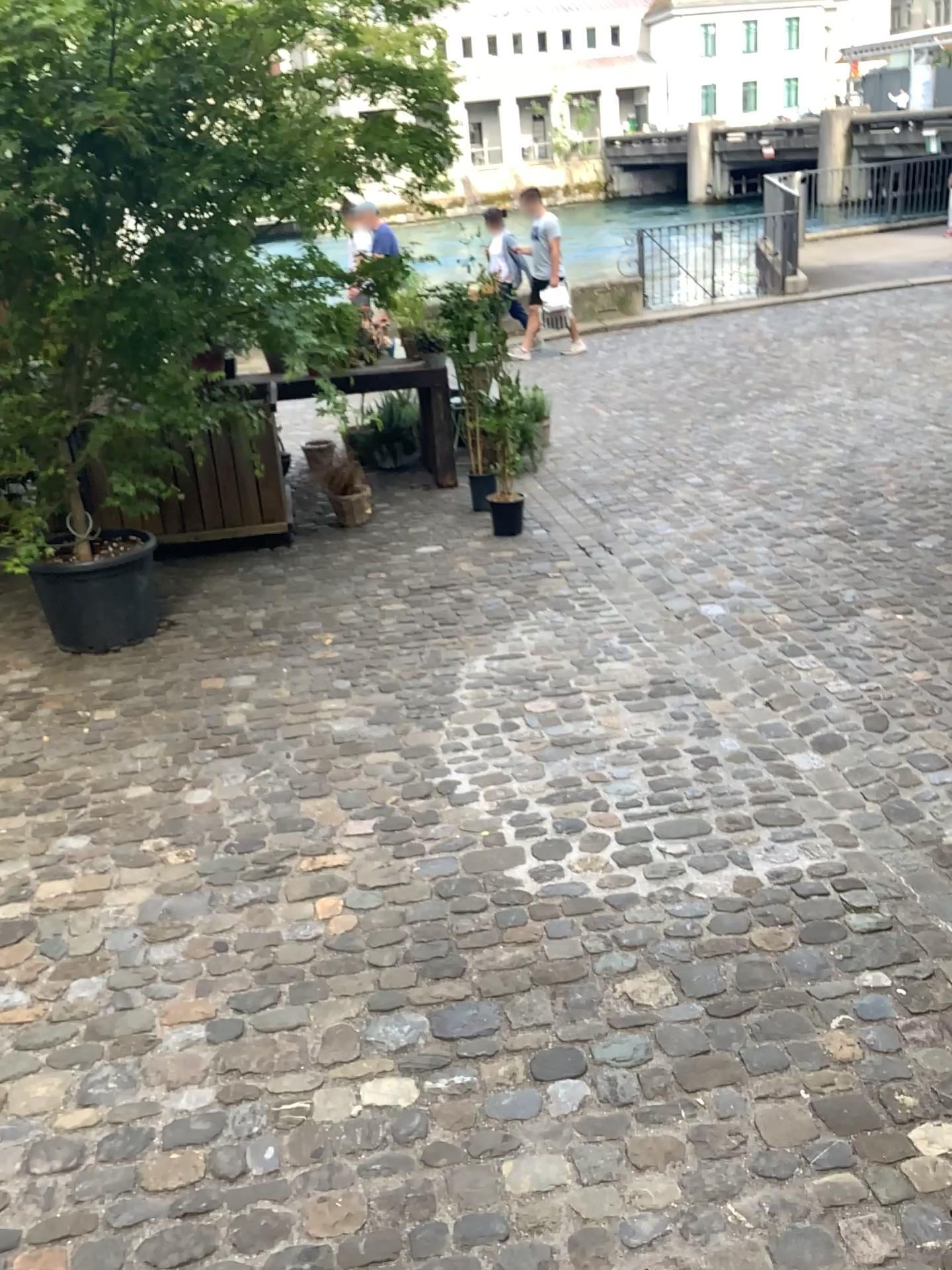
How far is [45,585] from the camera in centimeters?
432cm

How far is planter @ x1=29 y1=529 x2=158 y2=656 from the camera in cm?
432

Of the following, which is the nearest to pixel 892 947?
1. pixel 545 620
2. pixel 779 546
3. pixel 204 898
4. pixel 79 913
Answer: pixel 204 898
